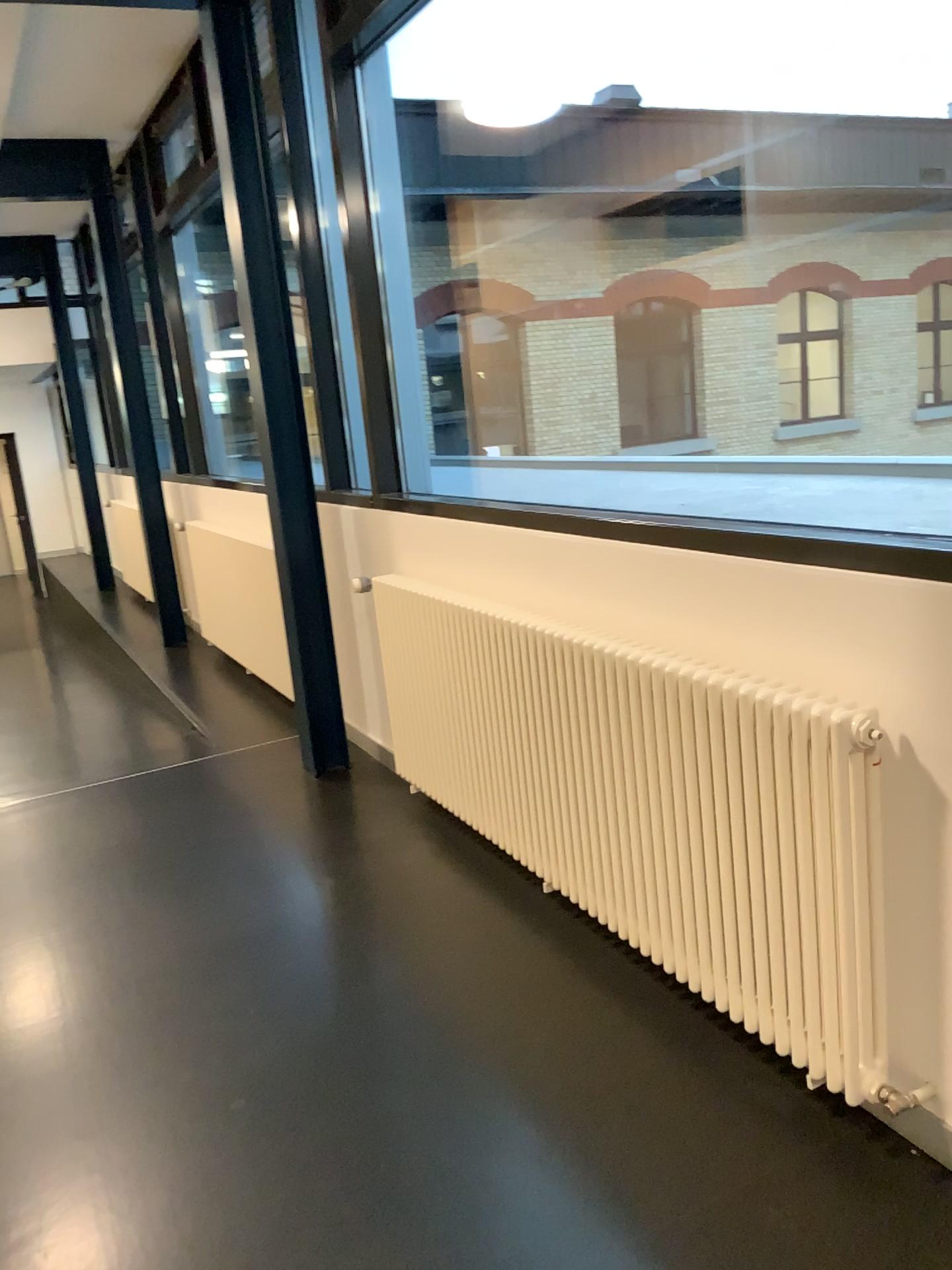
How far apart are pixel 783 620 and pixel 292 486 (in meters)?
2.37
